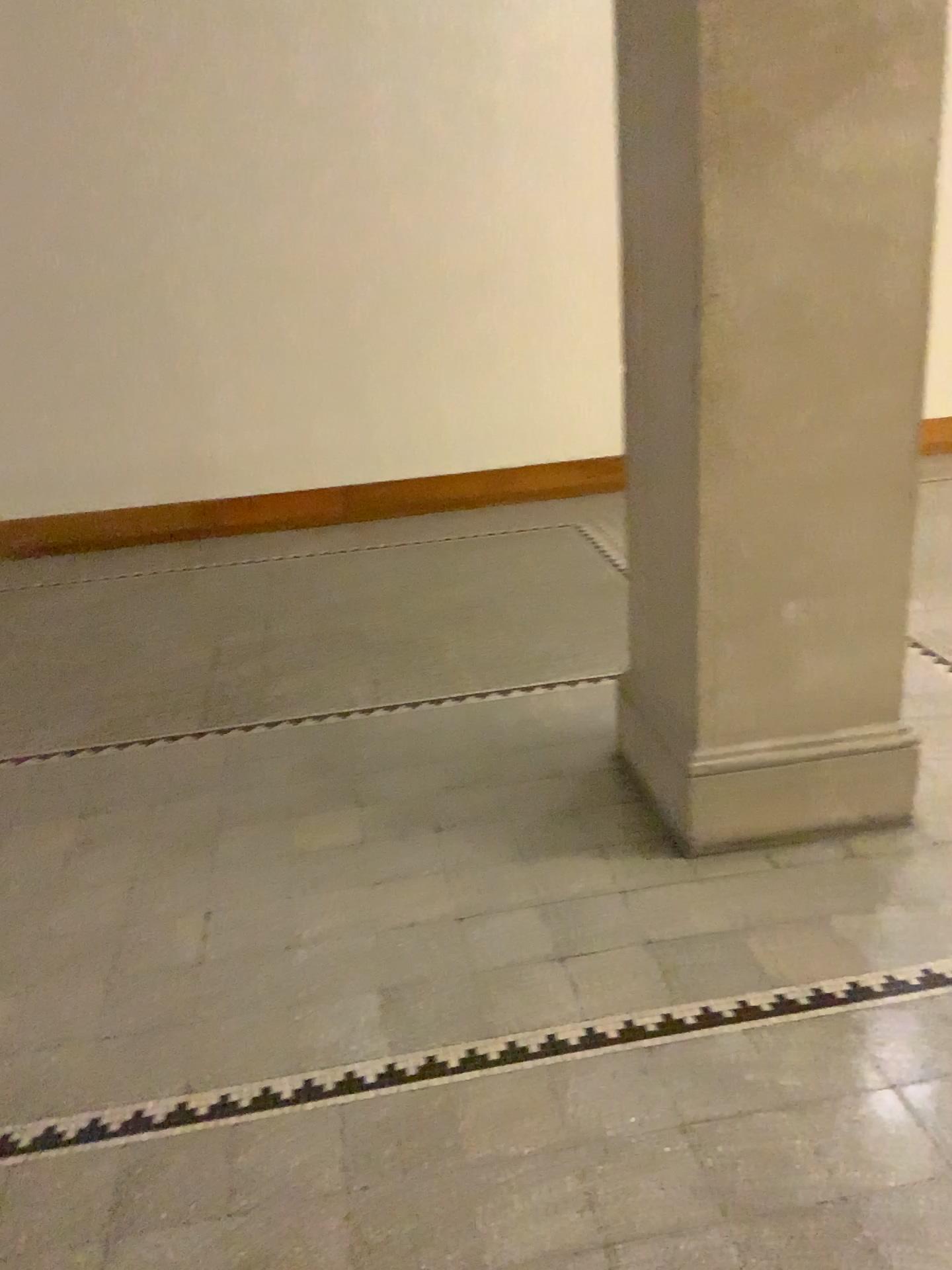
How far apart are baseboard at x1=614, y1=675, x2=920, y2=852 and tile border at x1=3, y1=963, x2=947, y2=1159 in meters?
0.5 m

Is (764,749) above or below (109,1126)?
above

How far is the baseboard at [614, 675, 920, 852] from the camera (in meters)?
2.64

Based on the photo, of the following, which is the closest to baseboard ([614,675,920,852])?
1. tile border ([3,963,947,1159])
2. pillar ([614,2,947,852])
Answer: pillar ([614,2,947,852])

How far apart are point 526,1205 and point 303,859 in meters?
1.2

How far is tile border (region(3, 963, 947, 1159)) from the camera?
2.0 meters

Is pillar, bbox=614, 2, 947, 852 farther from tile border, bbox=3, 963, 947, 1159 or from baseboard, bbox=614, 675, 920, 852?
tile border, bbox=3, 963, 947, 1159

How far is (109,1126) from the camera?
1.98m

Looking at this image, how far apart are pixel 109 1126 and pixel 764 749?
1.7m

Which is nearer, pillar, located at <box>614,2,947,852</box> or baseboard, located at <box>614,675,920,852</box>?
pillar, located at <box>614,2,947,852</box>
